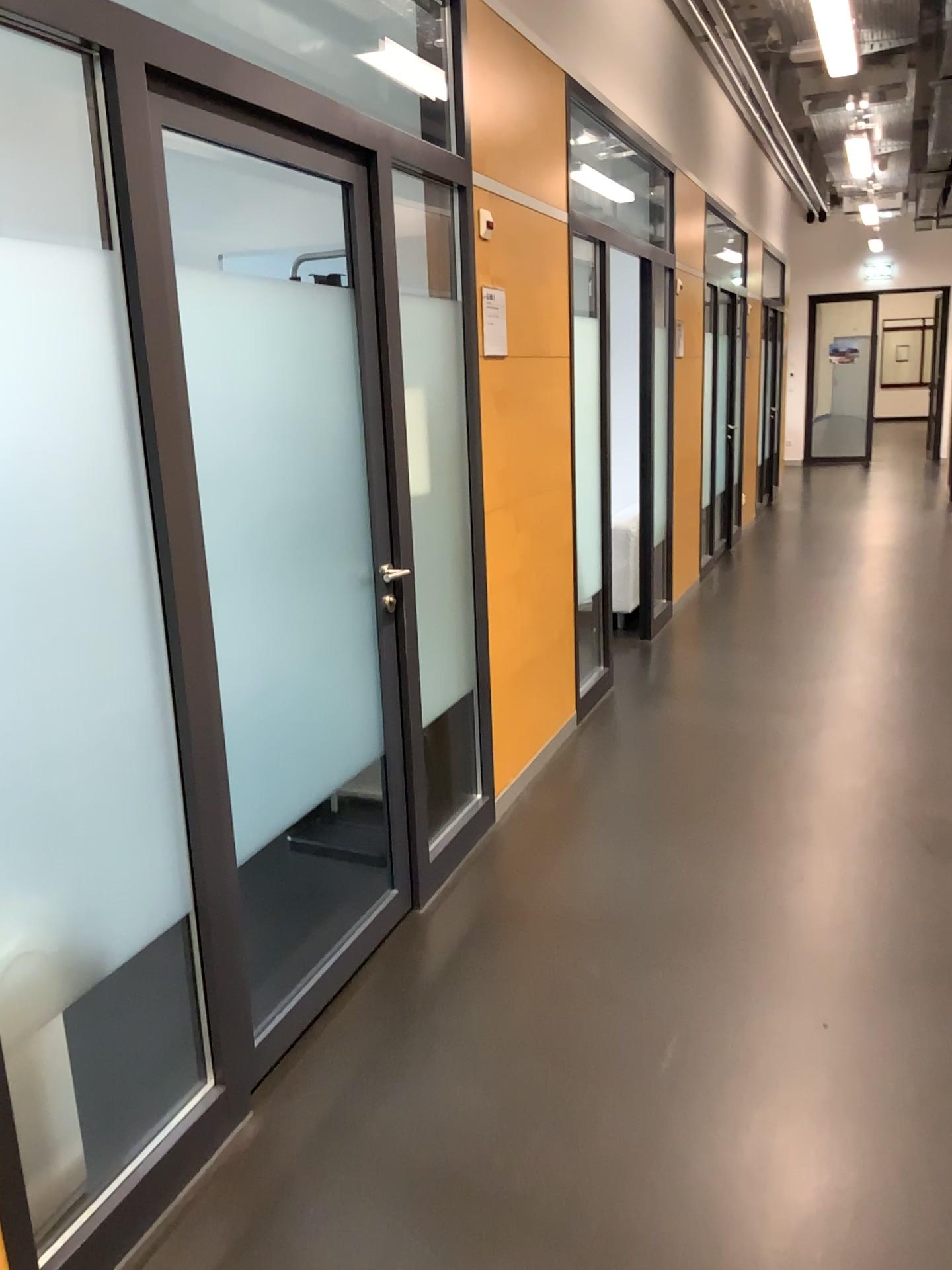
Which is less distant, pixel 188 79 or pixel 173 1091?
pixel 188 79

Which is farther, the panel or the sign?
the sign

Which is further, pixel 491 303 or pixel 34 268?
pixel 491 303
